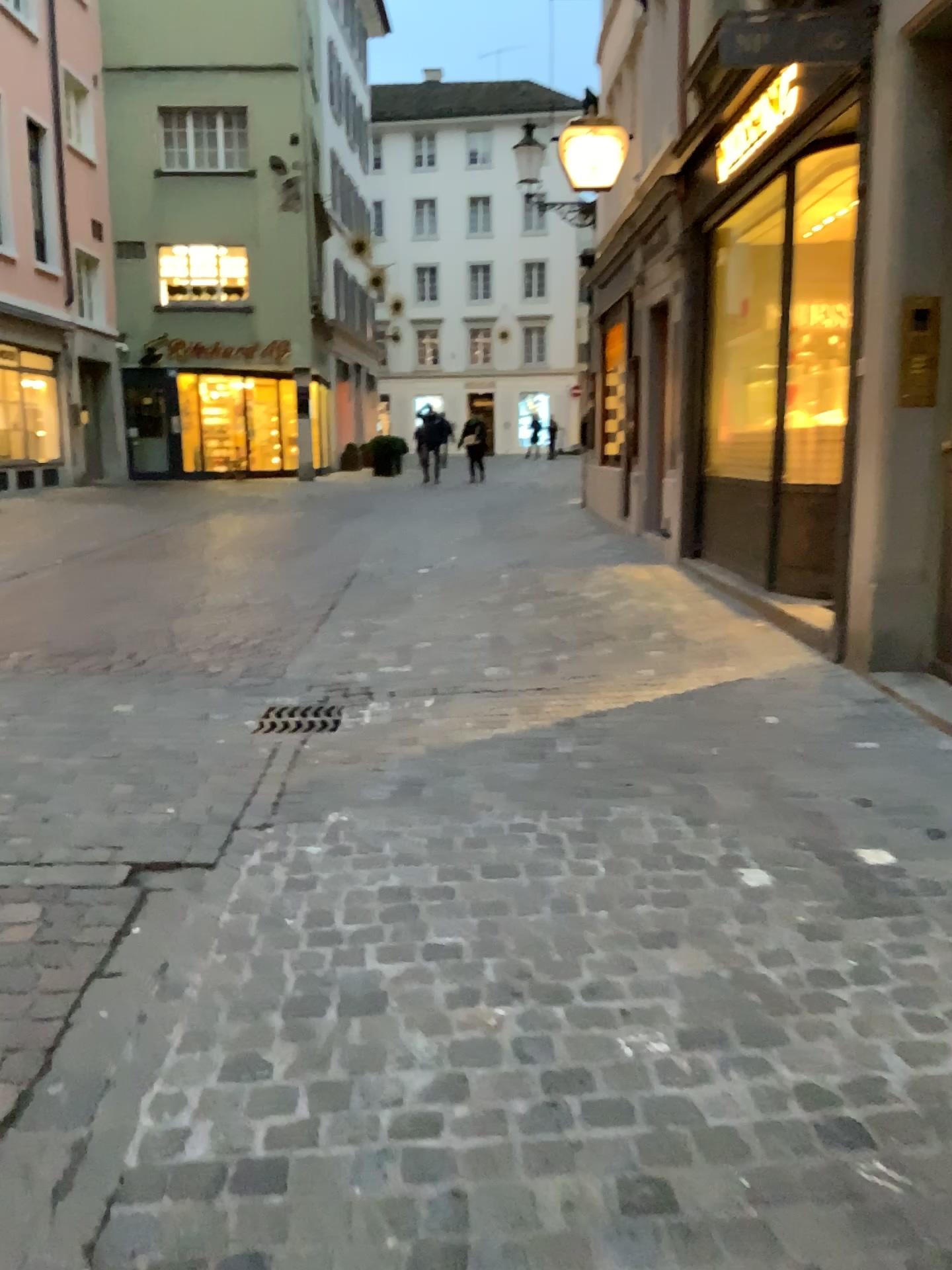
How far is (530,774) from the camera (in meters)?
3.69
